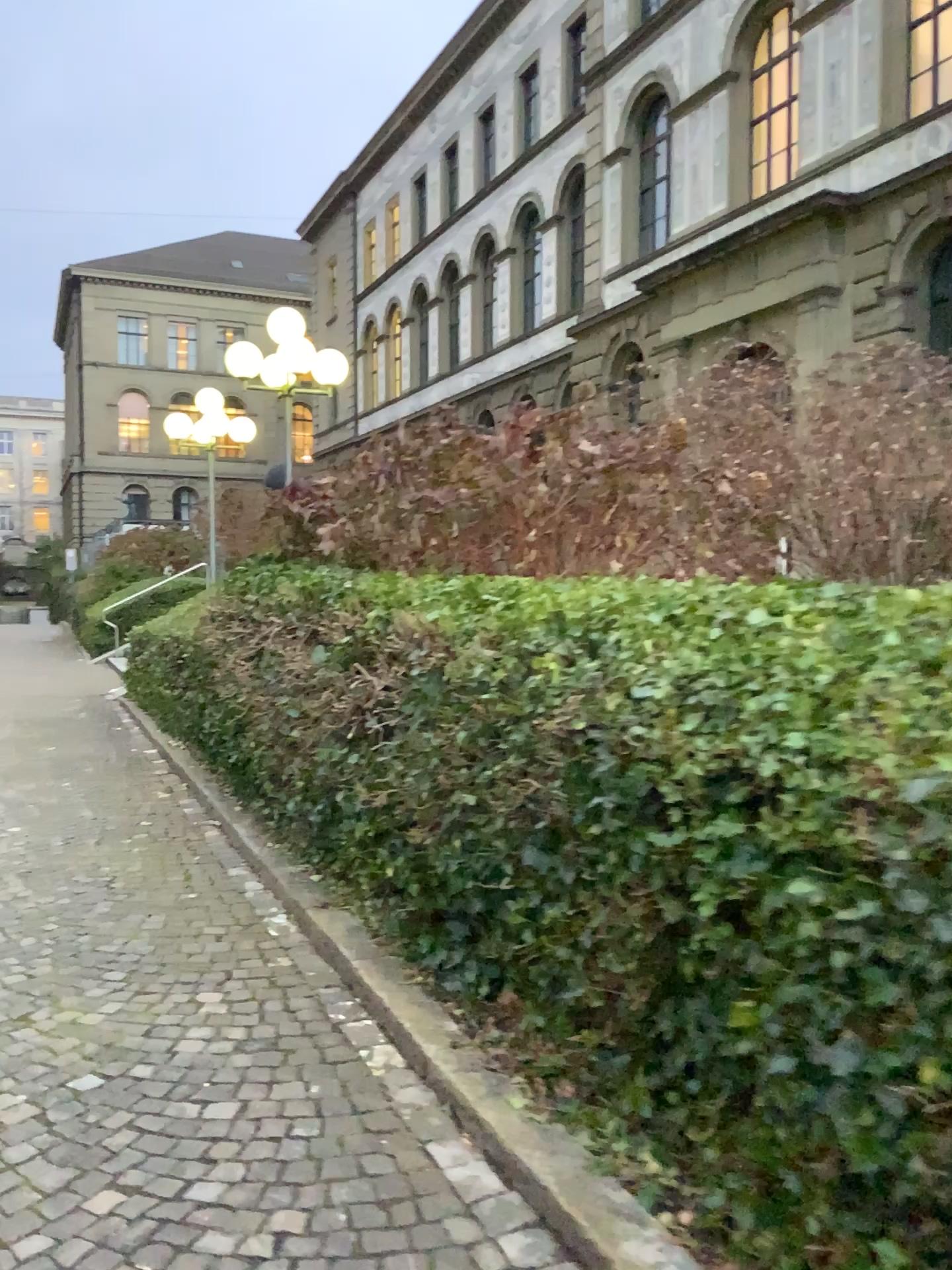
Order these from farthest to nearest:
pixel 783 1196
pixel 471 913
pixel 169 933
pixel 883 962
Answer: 1. pixel 169 933
2. pixel 471 913
3. pixel 783 1196
4. pixel 883 962
